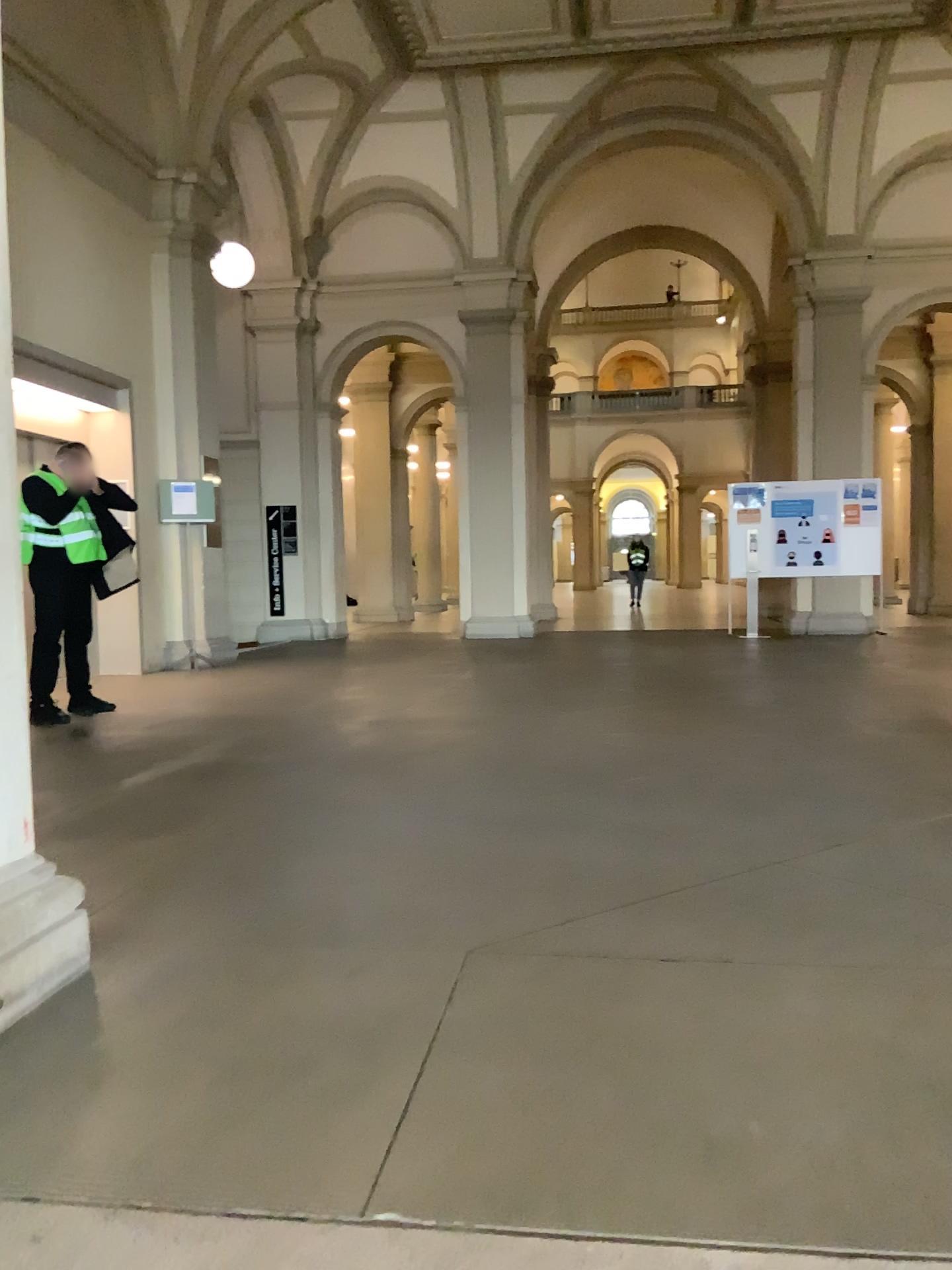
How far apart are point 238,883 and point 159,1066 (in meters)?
1.08
